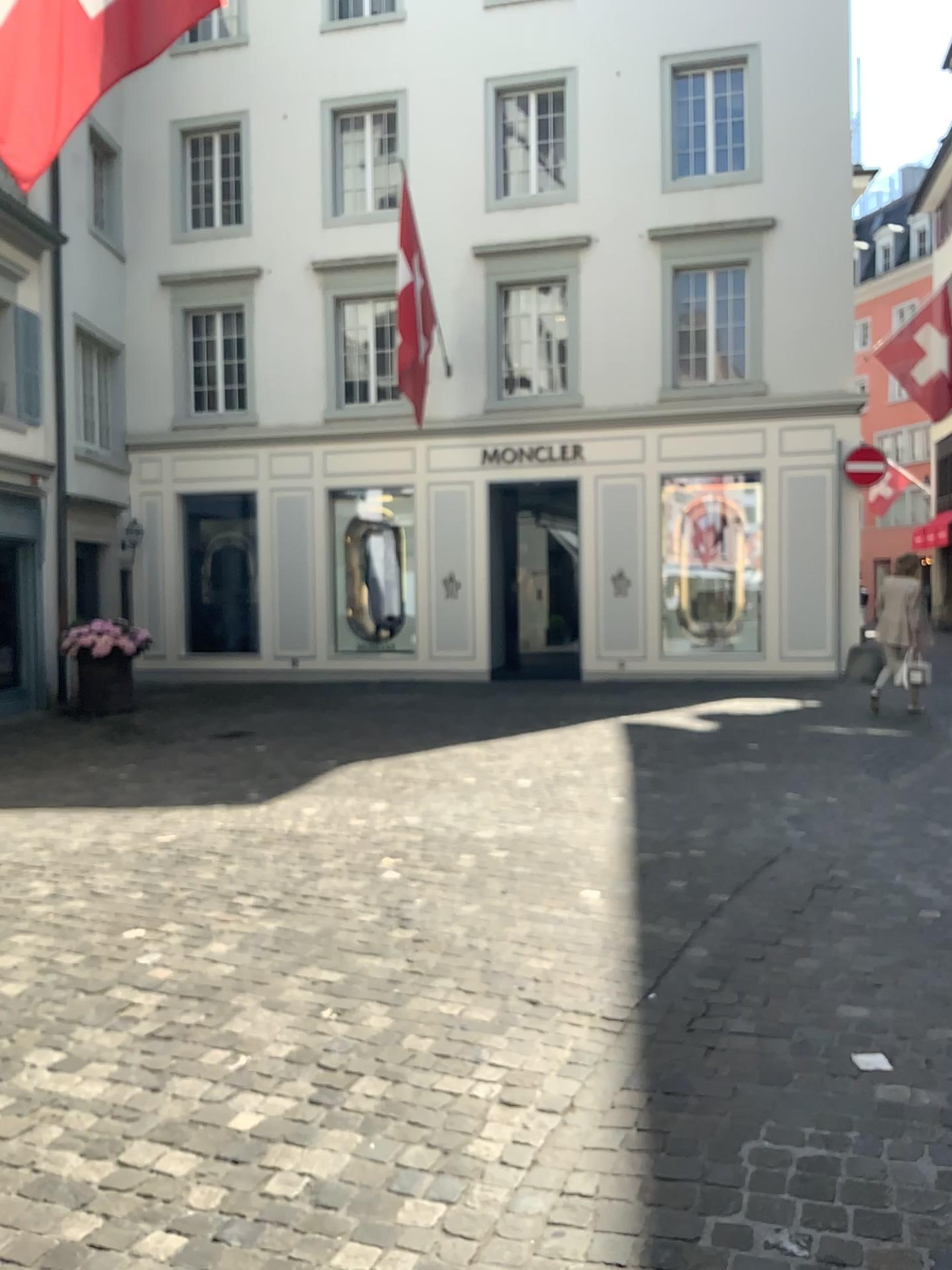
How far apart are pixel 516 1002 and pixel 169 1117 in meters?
1.2
